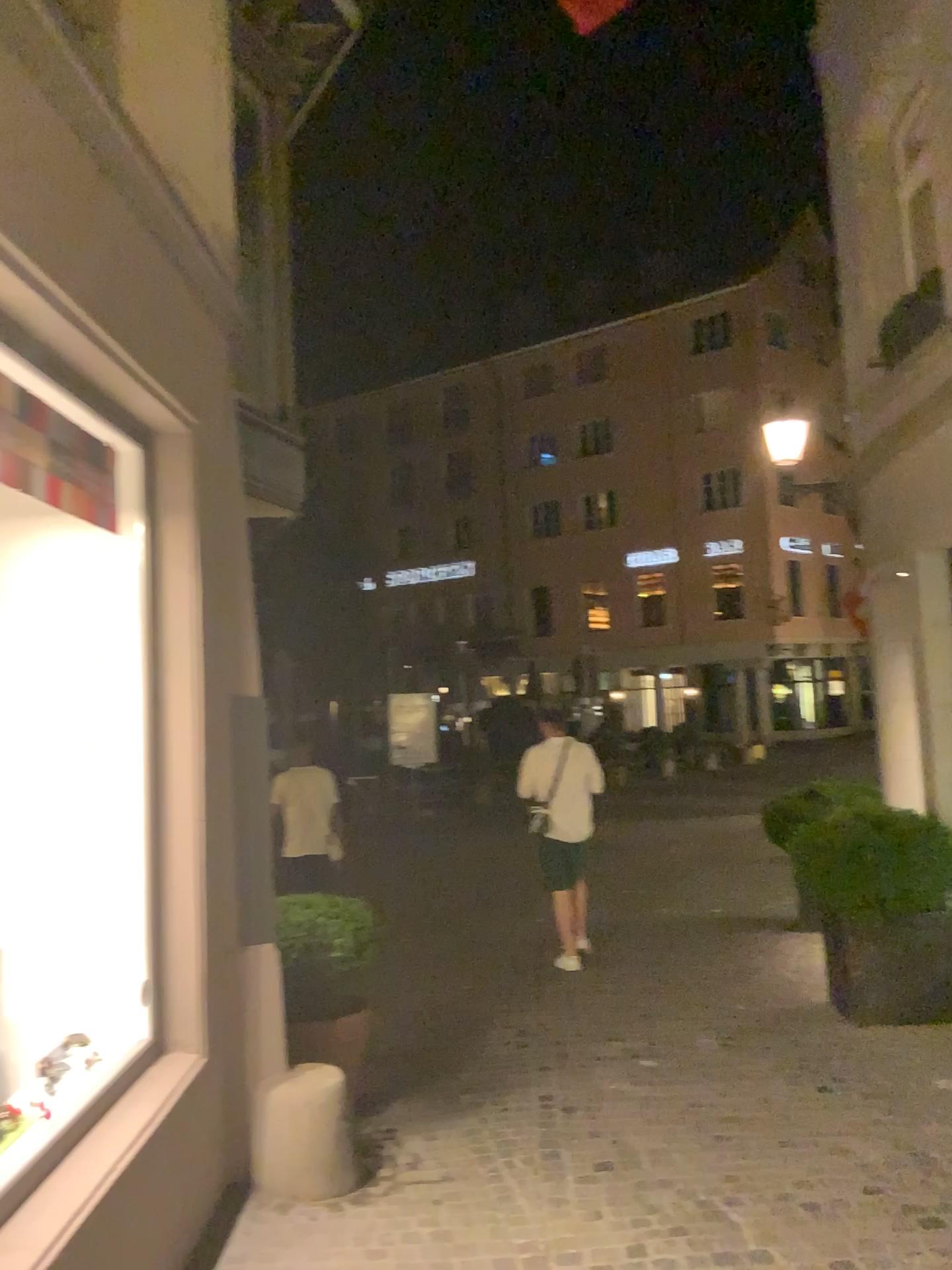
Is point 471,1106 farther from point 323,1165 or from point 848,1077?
point 848,1077
